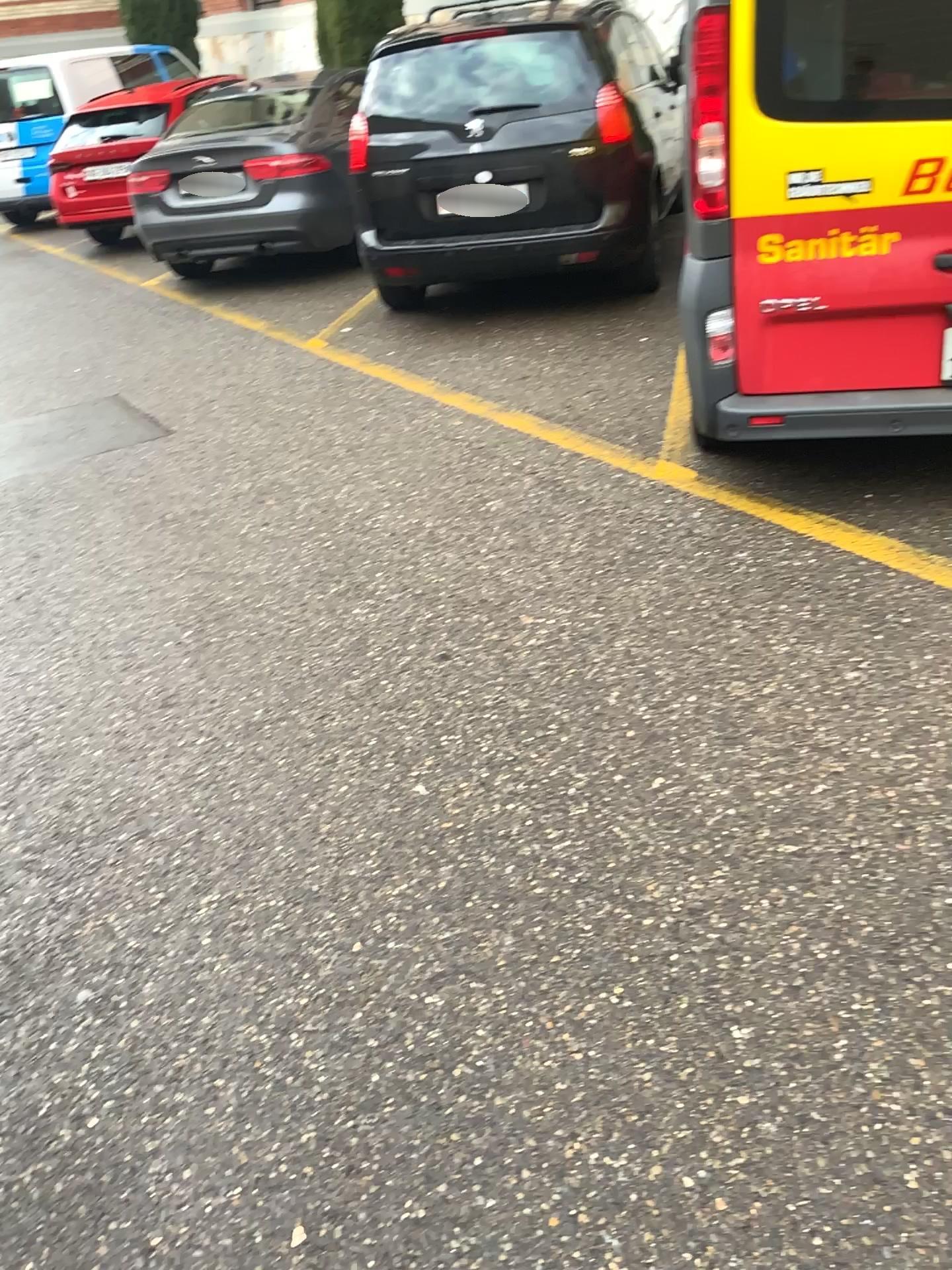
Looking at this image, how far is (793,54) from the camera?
2.93m

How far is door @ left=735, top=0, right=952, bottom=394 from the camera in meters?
2.9 m

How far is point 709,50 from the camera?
3.0m

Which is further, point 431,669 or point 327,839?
point 431,669

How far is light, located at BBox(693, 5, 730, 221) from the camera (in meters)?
2.97
